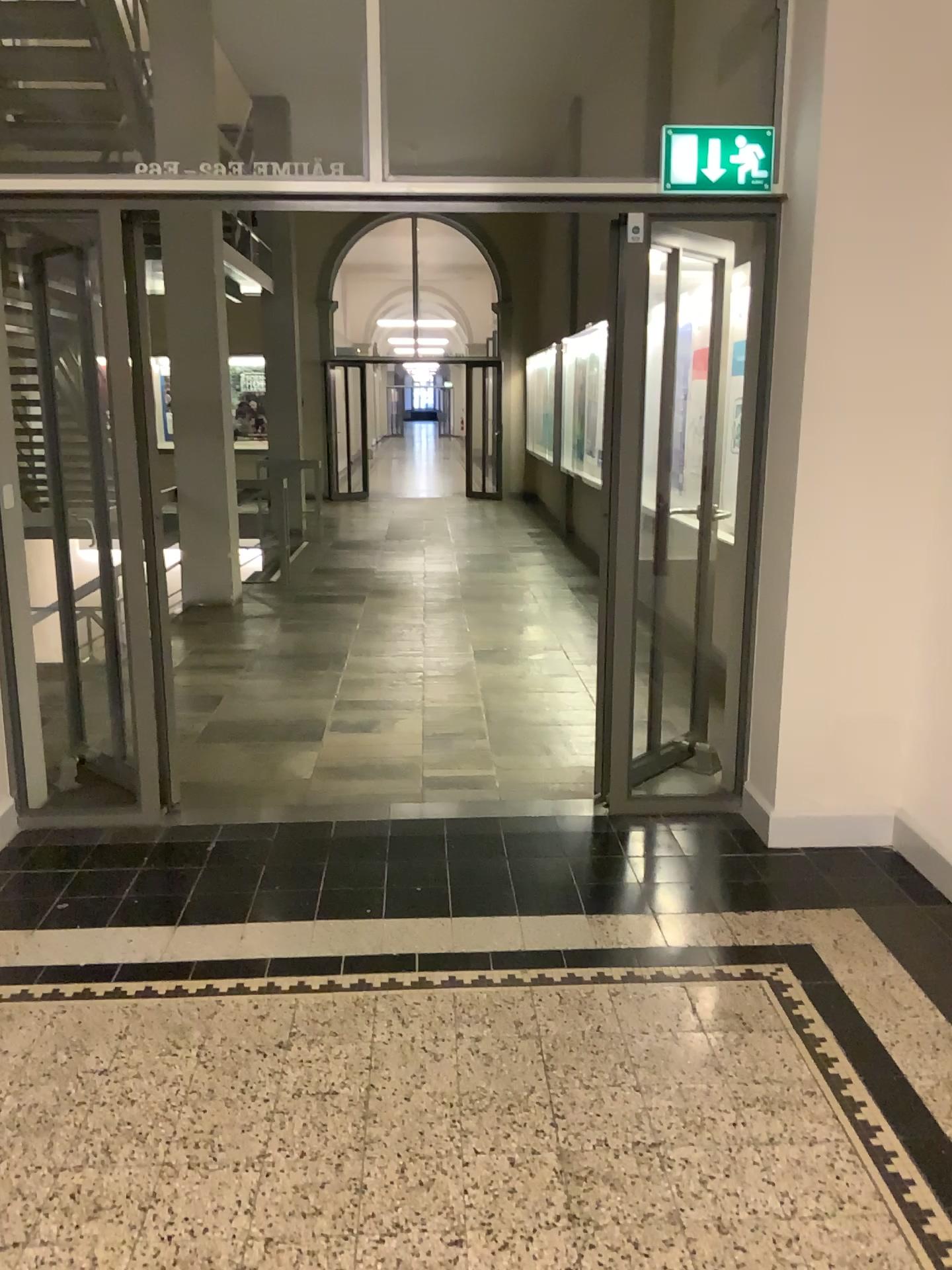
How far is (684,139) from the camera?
3.43m

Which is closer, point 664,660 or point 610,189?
point 610,189

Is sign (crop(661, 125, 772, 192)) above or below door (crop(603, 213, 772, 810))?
above

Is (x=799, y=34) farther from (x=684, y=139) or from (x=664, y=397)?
(x=664, y=397)

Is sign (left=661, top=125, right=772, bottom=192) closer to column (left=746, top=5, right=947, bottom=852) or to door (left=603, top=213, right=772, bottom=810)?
column (left=746, top=5, right=947, bottom=852)

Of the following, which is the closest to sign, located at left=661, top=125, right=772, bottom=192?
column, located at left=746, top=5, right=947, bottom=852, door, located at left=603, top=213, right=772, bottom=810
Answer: column, located at left=746, top=5, right=947, bottom=852

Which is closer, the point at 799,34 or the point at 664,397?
the point at 799,34

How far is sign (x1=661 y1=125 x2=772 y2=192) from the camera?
3.4 meters

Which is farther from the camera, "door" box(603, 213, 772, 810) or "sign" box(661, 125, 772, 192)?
"door" box(603, 213, 772, 810)

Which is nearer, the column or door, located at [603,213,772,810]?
the column
